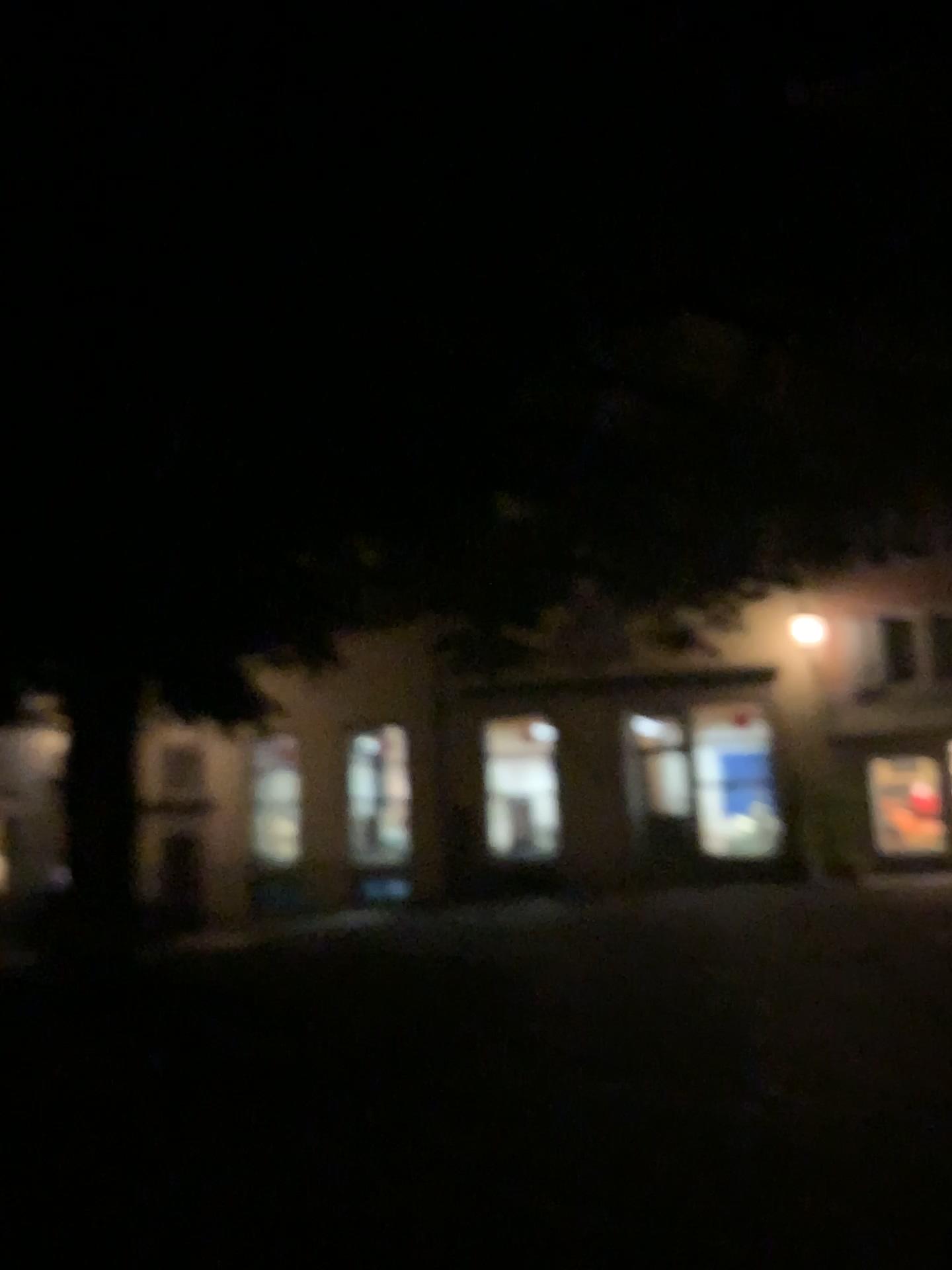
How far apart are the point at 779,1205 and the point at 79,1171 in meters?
2.7 m
